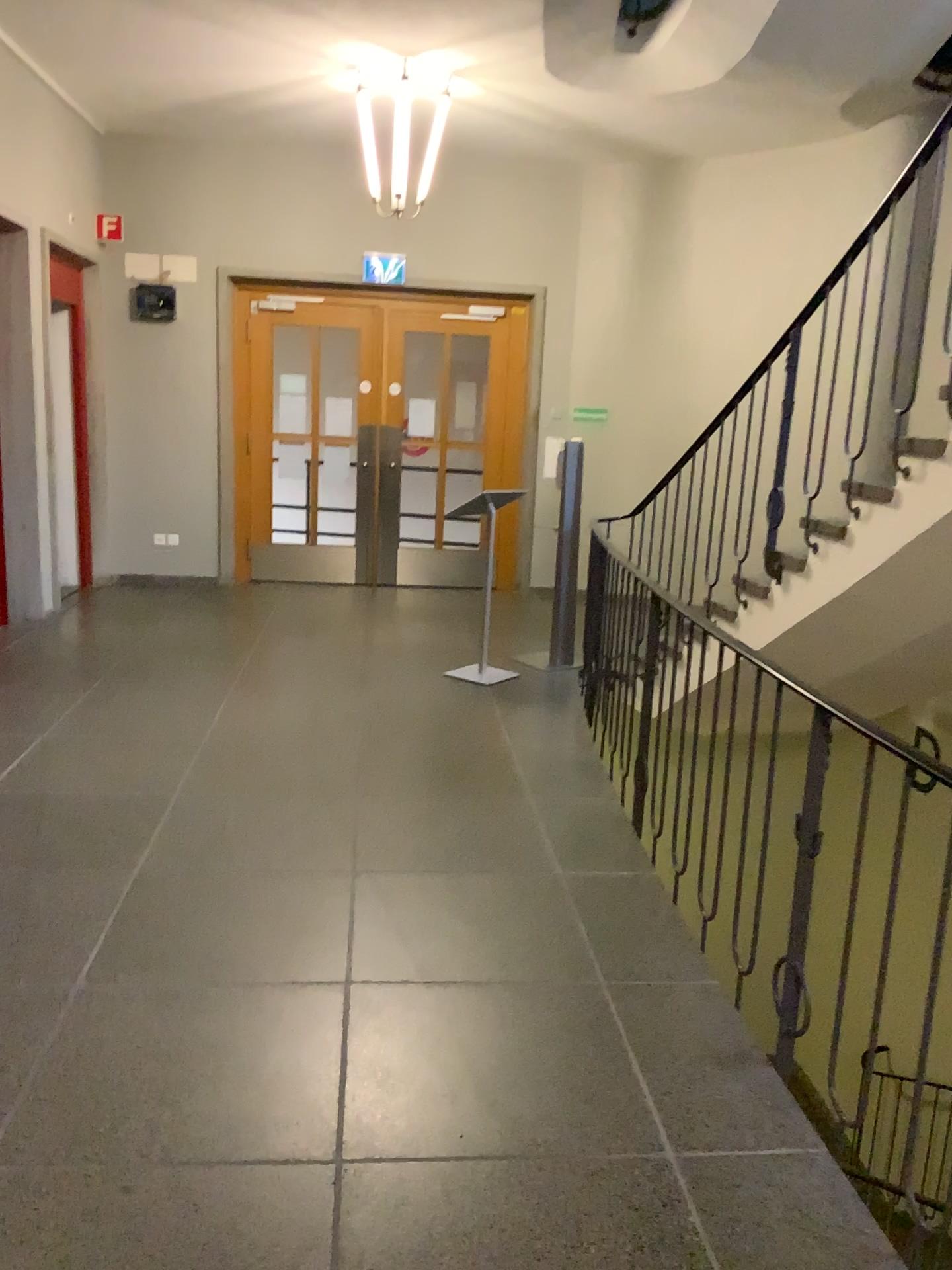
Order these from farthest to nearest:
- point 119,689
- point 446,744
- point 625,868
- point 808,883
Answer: point 119,689 < point 446,744 < point 625,868 < point 808,883
